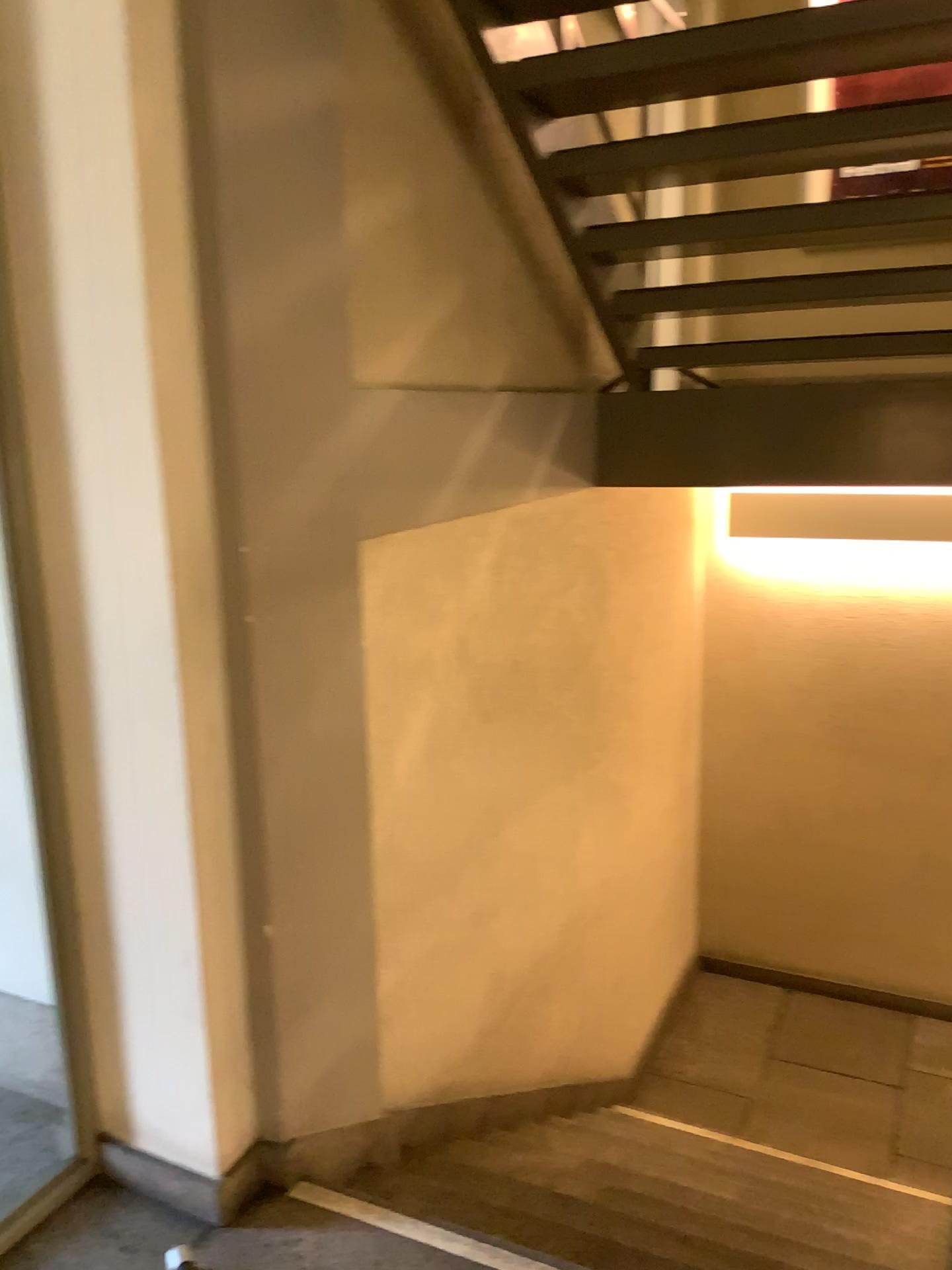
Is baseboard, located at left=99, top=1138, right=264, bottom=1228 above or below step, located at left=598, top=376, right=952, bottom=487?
below

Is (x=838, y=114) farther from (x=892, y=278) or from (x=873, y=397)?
(x=873, y=397)

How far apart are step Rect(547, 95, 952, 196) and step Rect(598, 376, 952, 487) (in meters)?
1.02

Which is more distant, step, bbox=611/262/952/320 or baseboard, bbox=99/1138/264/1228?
step, bbox=611/262/952/320

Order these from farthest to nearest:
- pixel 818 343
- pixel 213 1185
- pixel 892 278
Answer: pixel 818 343 → pixel 892 278 → pixel 213 1185

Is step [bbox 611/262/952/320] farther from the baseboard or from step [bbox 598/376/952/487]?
the baseboard

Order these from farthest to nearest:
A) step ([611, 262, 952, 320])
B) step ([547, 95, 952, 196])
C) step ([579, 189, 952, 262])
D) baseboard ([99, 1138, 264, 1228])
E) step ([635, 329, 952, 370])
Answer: step ([635, 329, 952, 370]), step ([611, 262, 952, 320]), step ([579, 189, 952, 262]), step ([547, 95, 952, 196]), baseboard ([99, 1138, 264, 1228])

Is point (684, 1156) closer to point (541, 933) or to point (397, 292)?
point (541, 933)

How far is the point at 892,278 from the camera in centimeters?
329cm

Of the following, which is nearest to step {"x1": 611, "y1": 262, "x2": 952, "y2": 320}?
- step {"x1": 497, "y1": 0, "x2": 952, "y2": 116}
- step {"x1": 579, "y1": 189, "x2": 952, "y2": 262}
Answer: step {"x1": 579, "y1": 189, "x2": 952, "y2": 262}
